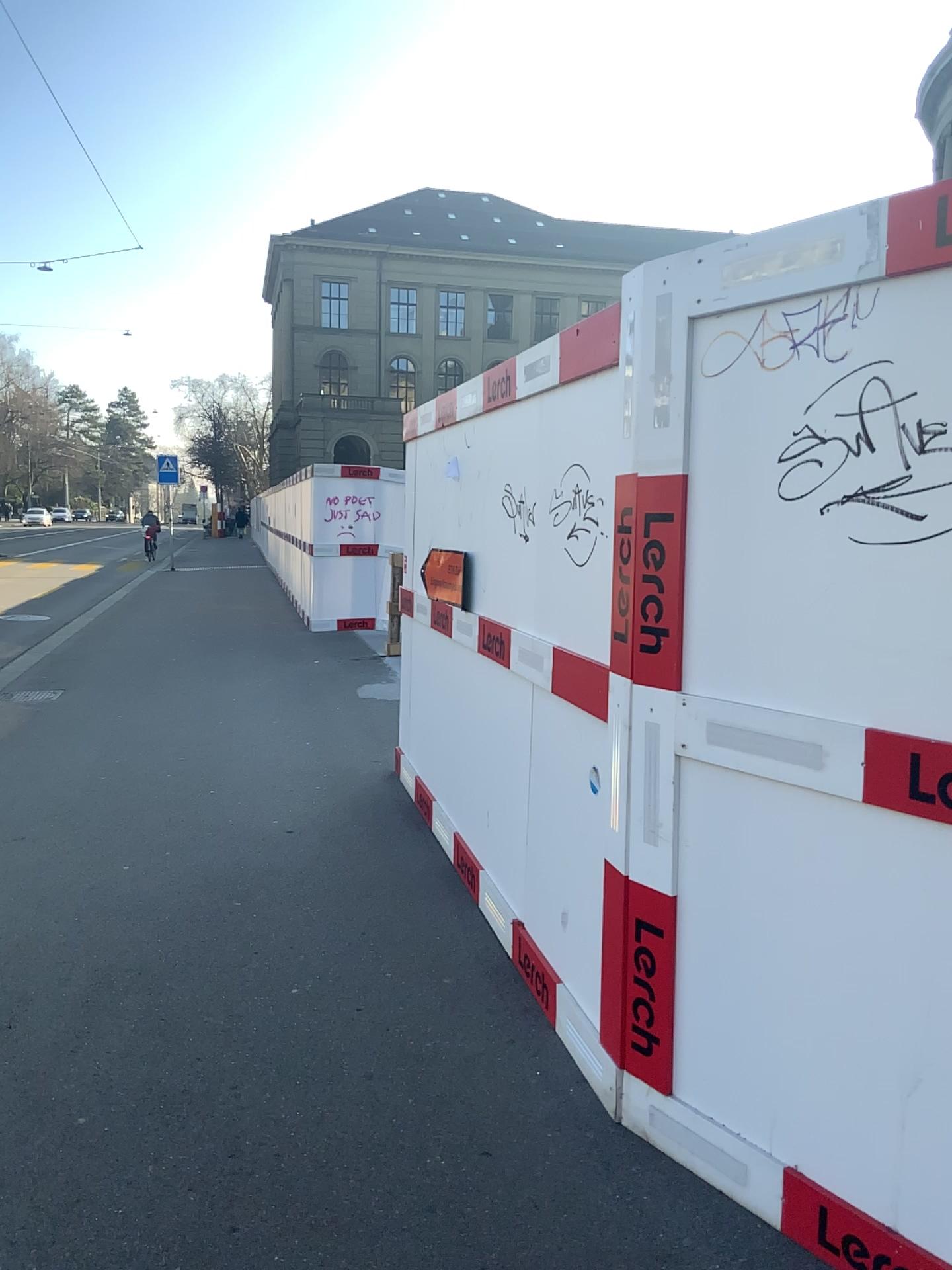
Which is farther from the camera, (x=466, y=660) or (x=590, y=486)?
(x=466, y=660)
